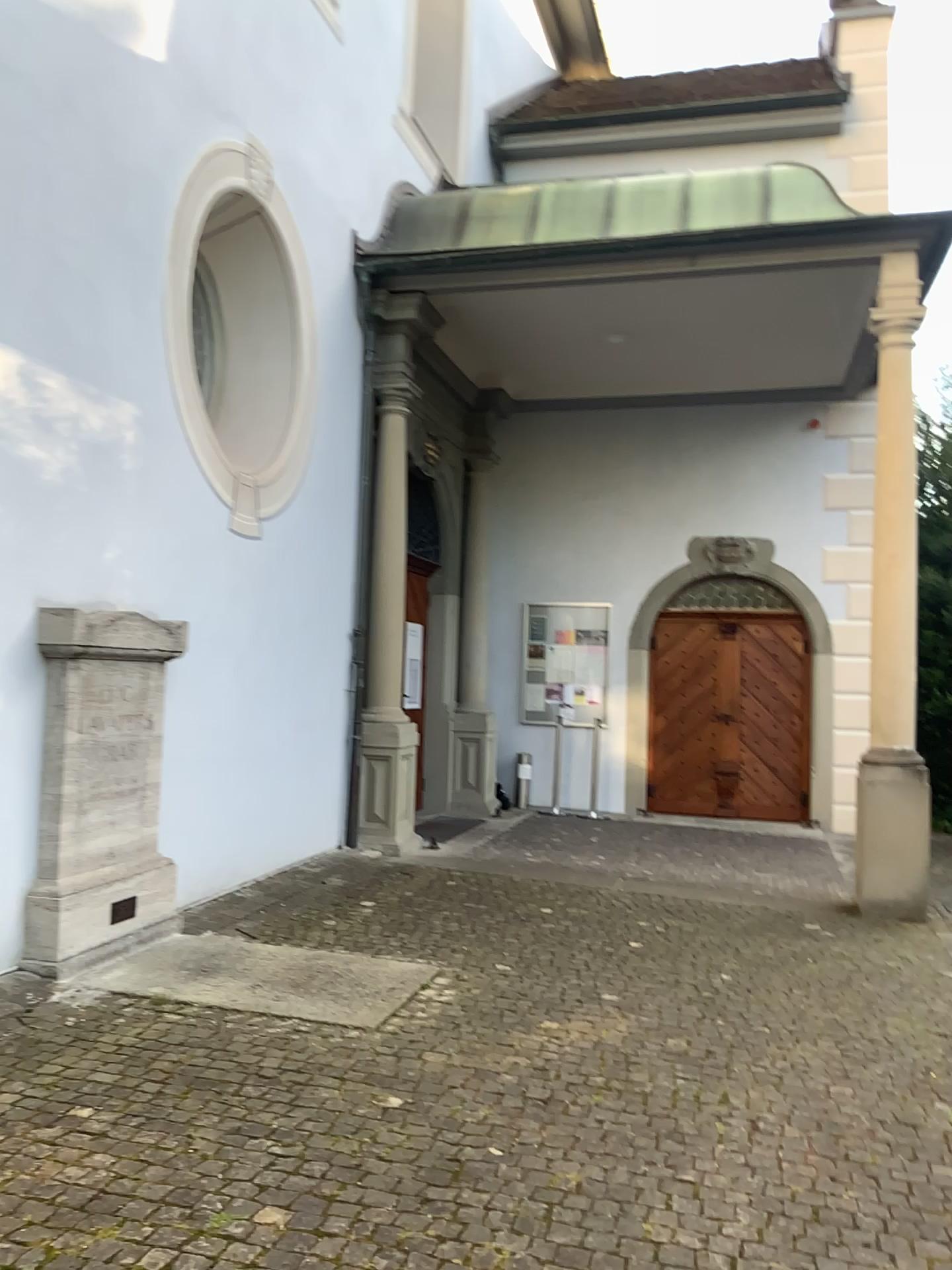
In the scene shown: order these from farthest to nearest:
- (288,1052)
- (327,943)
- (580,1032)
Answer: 1. (327,943)
2. (580,1032)
3. (288,1052)
